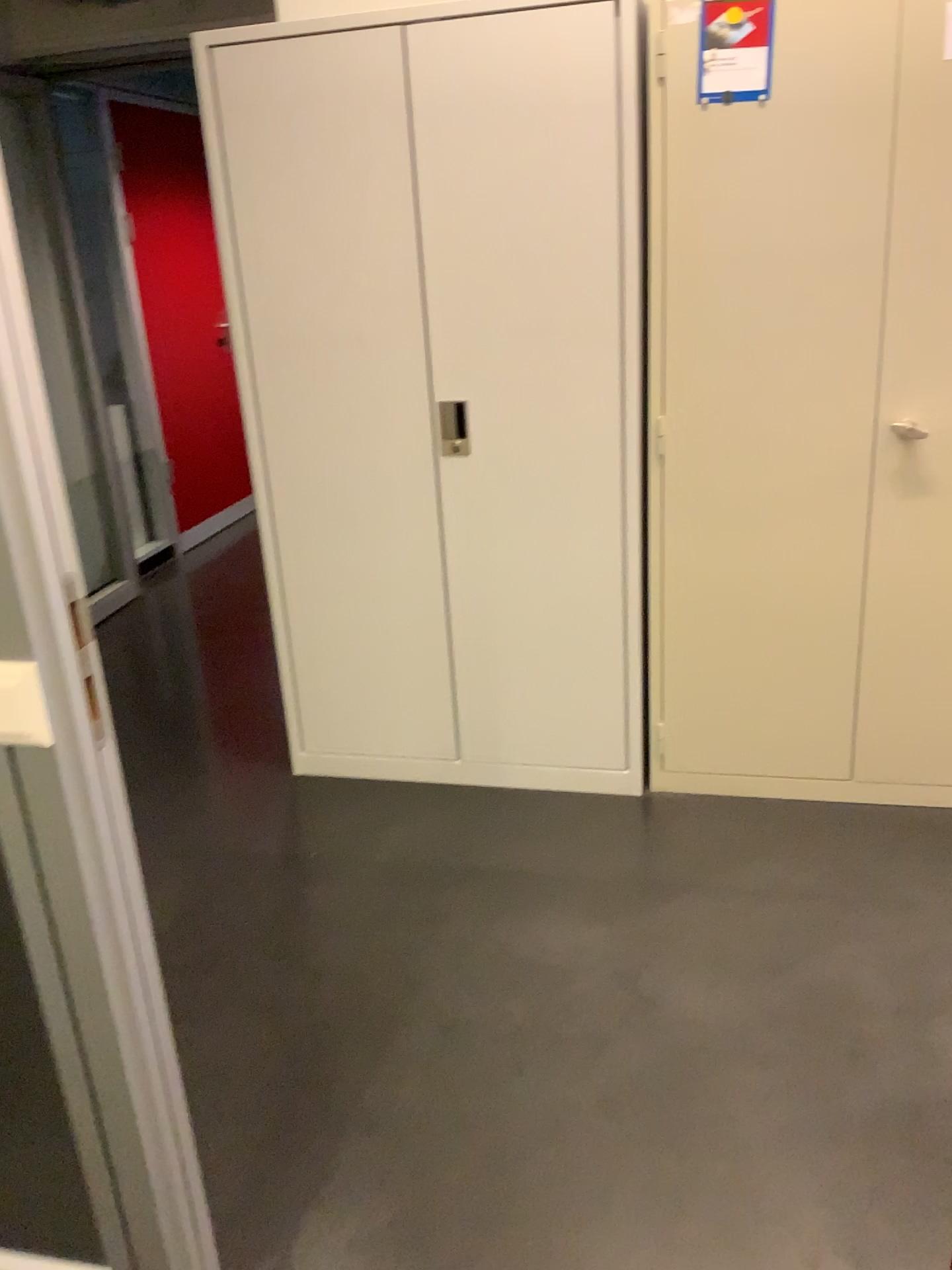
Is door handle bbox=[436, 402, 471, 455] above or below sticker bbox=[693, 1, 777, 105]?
below

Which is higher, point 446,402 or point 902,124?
point 902,124

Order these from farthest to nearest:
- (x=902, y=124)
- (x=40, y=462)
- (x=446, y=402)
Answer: (x=446, y=402)
(x=902, y=124)
(x=40, y=462)

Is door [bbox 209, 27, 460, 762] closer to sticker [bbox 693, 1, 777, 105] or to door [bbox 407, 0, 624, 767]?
door [bbox 407, 0, 624, 767]

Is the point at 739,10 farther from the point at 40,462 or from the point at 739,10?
the point at 40,462

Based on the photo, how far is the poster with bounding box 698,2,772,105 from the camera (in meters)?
2.19

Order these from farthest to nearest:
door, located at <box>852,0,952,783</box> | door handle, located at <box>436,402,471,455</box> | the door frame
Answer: door handle, located at <box>436,402,471,455</box> < door, located at <box>852,0,952,783</box> < the door frame

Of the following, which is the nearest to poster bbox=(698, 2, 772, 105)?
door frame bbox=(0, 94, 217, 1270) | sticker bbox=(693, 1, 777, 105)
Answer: sticker bbox=(693, 1, 777, 105)

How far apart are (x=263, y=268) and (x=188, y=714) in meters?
1.5 m

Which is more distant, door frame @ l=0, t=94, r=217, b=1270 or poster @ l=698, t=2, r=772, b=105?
poster @ l=698, t=2, r=772, b=105
